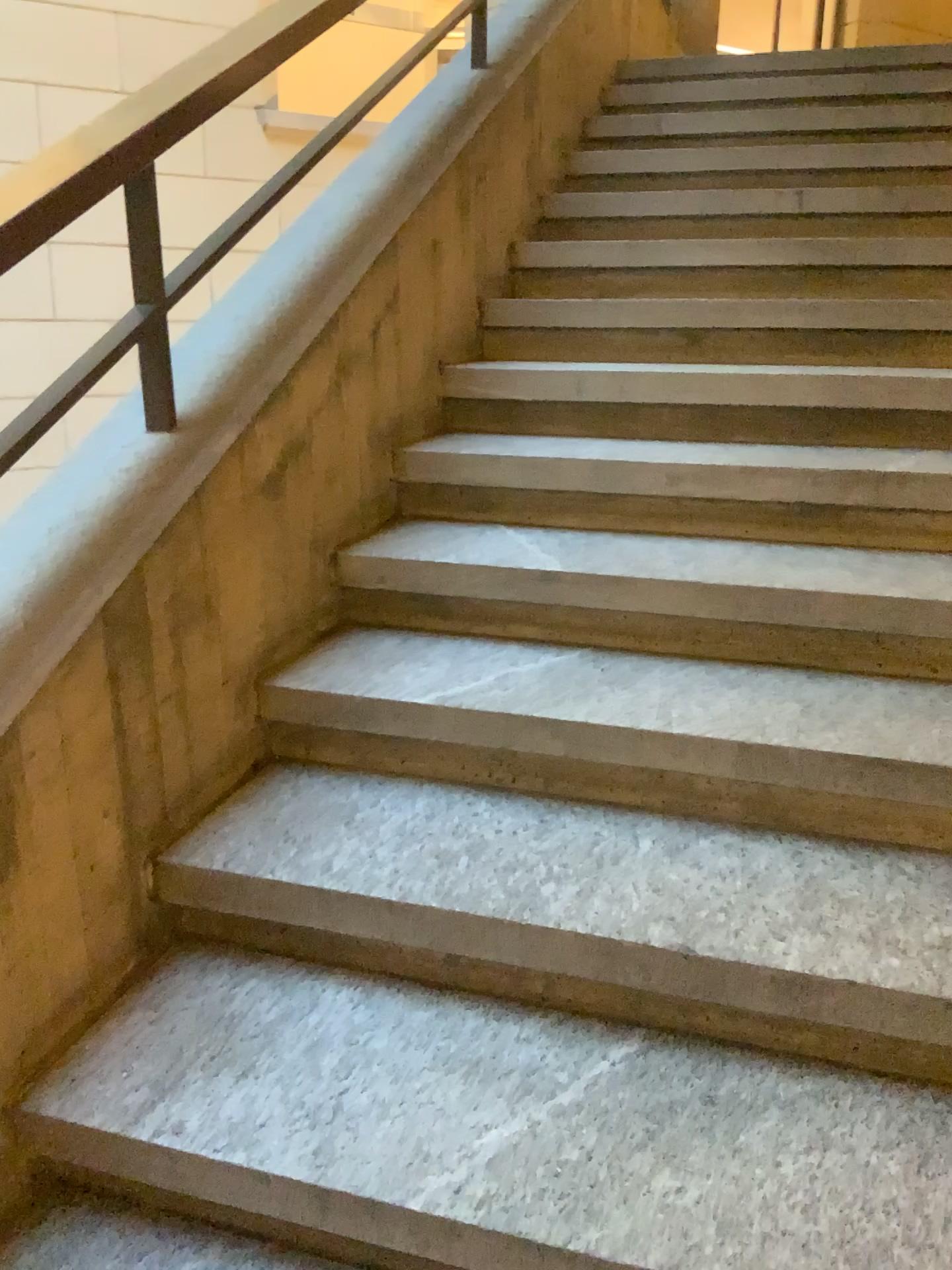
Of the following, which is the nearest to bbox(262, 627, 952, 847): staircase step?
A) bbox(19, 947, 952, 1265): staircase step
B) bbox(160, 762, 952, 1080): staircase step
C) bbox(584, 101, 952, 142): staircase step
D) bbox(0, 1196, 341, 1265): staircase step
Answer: bbox(160, 762, 952, 1080): staircase step

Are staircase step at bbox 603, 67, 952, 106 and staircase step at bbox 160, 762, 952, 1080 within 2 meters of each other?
no

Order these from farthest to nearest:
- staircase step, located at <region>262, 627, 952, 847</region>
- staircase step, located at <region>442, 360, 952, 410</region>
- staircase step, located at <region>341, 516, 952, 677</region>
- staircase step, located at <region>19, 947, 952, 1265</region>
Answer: staircase step, located at <region>442, 360, 952, 410</region>, staircase step, located at <region>341, 516, 952, 677</region>, staircase step, located at <region>262, 627, 952, 847</region>, staircase step, located at <region>19, 947, 952, 1265</region>

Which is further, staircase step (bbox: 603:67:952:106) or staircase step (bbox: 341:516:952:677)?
staircase step (bbox: 603:67:952:106)

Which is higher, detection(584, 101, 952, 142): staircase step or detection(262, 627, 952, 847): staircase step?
detection(584, 101, 952, 142): staircase step

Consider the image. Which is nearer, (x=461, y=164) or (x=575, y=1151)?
(x=575, y=1151)

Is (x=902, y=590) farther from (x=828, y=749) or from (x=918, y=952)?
(x=918, y=952)

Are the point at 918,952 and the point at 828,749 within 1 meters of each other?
yes

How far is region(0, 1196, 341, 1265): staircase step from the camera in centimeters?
121cm

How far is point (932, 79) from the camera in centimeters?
373cm
